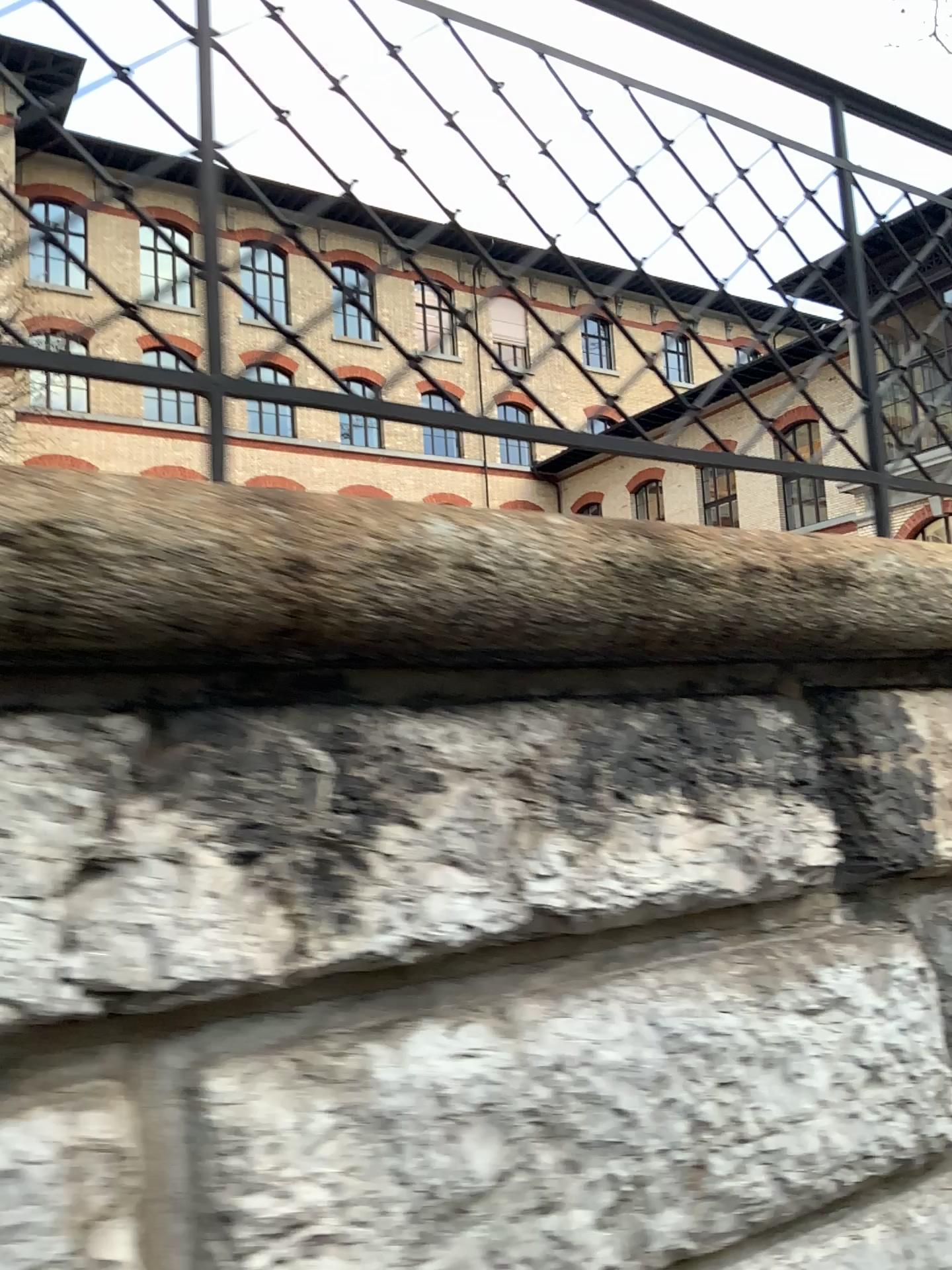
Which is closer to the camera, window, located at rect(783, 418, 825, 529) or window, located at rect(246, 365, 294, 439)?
window, located at rect(246, 365, 294, 439)

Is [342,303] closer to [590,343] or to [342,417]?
[342,417]

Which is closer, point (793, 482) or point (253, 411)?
point (253, 411)

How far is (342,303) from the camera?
1.49m

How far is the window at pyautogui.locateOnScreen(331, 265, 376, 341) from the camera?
1.49m

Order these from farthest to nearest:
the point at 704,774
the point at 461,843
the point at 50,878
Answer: the point at 704,774 < the point at 461,843 < the point at 50,878

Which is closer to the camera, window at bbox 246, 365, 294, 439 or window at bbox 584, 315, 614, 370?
window at bbox 246, 365, 294, 439

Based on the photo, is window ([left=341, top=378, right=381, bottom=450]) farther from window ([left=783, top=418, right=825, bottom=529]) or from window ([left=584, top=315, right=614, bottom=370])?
window ([left=783, top=418, right=825, bottom=529])

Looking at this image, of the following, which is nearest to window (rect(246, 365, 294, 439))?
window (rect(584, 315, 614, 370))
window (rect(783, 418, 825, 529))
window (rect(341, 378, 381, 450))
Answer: window (rect(341, 378, 381, 450))

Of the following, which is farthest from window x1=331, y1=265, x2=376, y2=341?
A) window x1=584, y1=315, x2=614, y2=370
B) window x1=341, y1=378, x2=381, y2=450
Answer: window x1=584, y1=315, x2=614, y2=370
